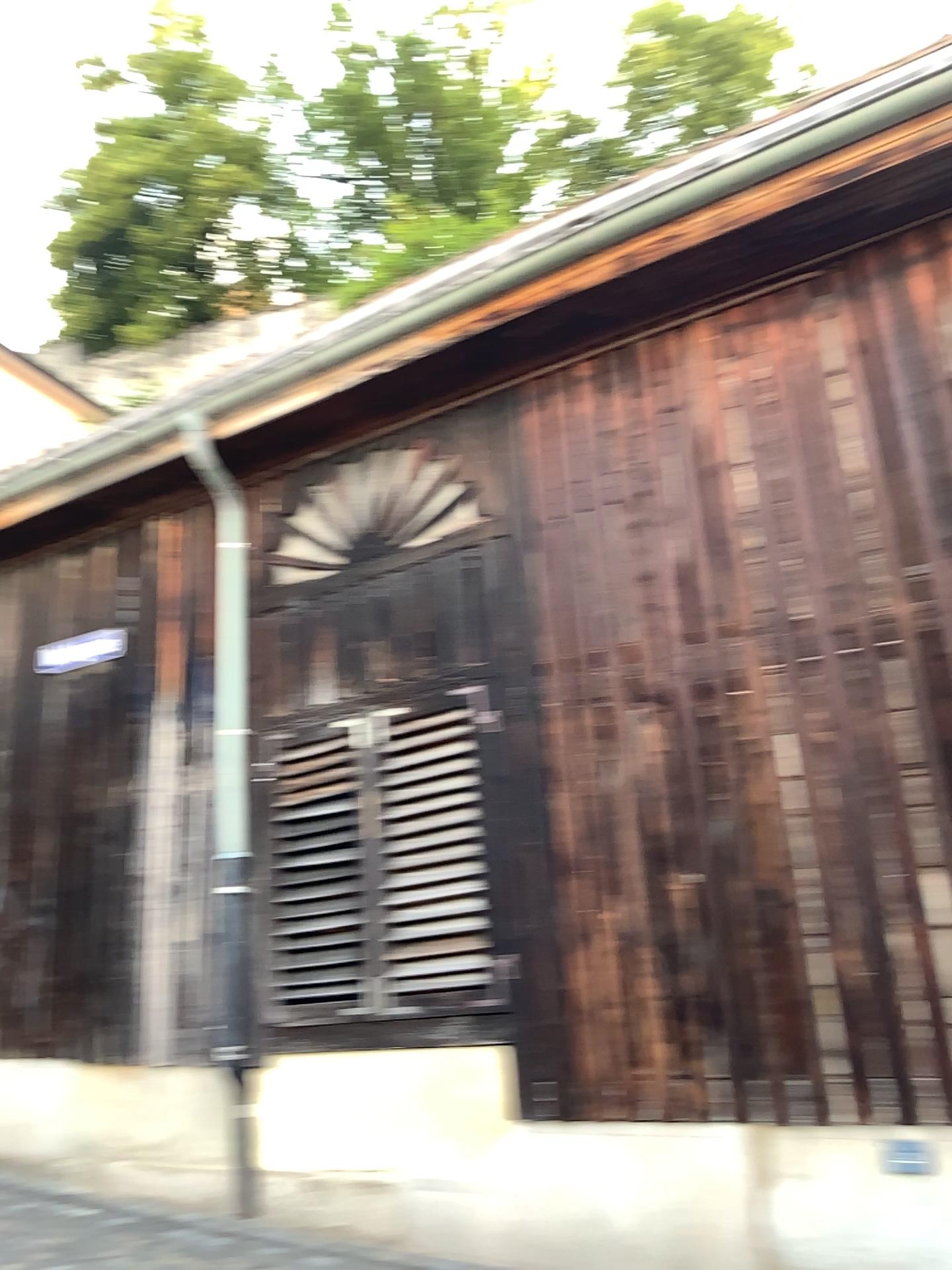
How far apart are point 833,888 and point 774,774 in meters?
0.6 m
